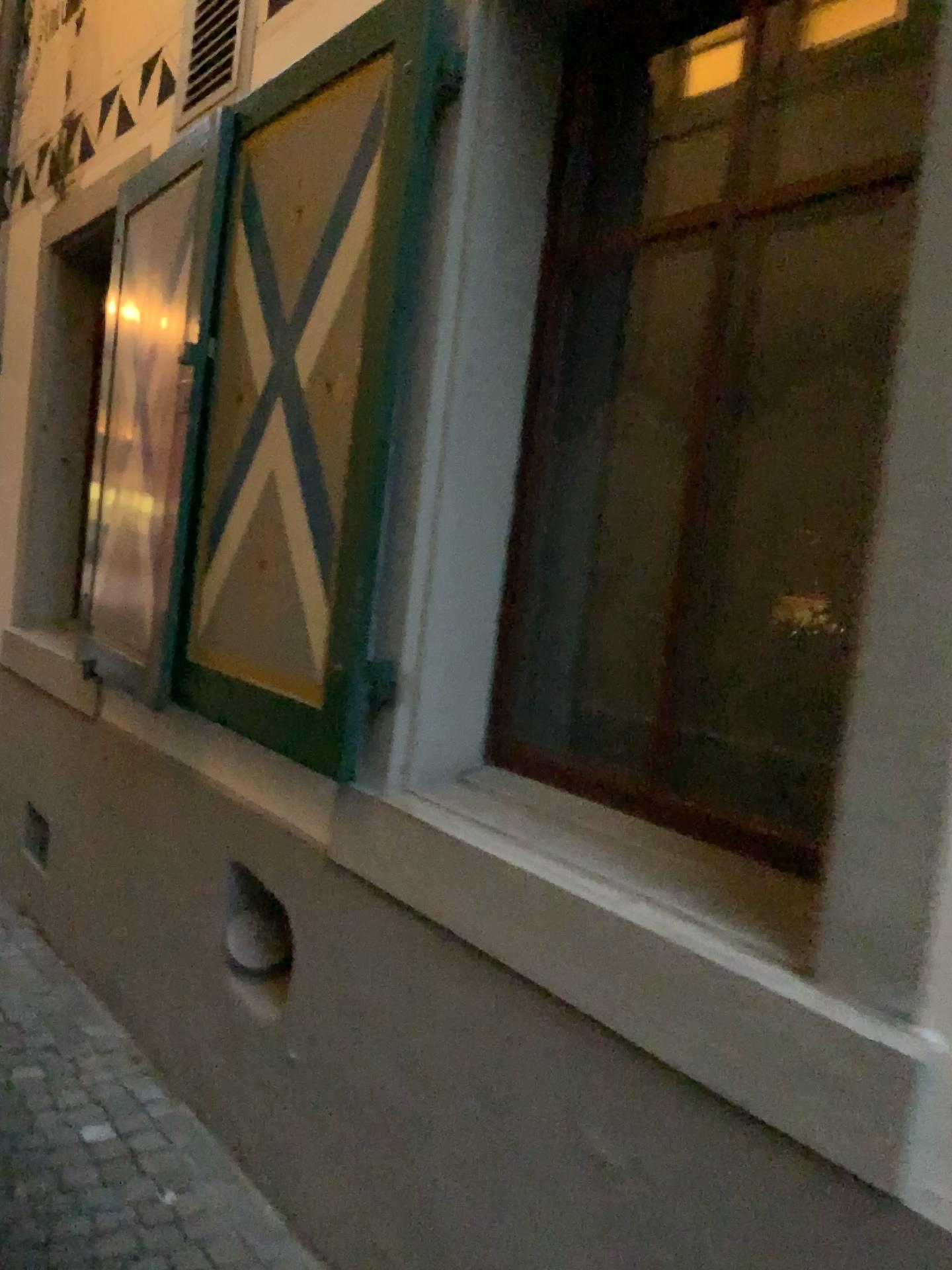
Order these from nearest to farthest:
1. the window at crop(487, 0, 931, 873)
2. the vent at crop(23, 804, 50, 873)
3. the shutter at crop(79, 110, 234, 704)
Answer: the window at crop(487, 0, 931, 873) → the shutter at crop(79, 110, 234, 704) → the vent at crop(23, 804, 50, 873)

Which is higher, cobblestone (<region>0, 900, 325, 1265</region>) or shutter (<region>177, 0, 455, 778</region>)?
shutter (<region>177, 0, 455, 778</region>)

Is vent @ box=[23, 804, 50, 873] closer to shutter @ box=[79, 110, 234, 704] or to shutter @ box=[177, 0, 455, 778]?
shutter @ box=[79, 110, 234, 704]

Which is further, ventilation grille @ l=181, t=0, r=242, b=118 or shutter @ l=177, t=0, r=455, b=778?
ventilation grille @ l=181, t=0, r=242, b=118

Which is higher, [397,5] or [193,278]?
[397,5]

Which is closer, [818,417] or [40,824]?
[818,417]

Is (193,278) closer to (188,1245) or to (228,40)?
(228,40)

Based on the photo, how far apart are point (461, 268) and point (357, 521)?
0.5m

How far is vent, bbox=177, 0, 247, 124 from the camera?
2.9m

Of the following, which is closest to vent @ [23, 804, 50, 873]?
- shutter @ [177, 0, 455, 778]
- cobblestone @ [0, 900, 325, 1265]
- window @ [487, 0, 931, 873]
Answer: cobblestone @ [0, 900, 325, 1265]
